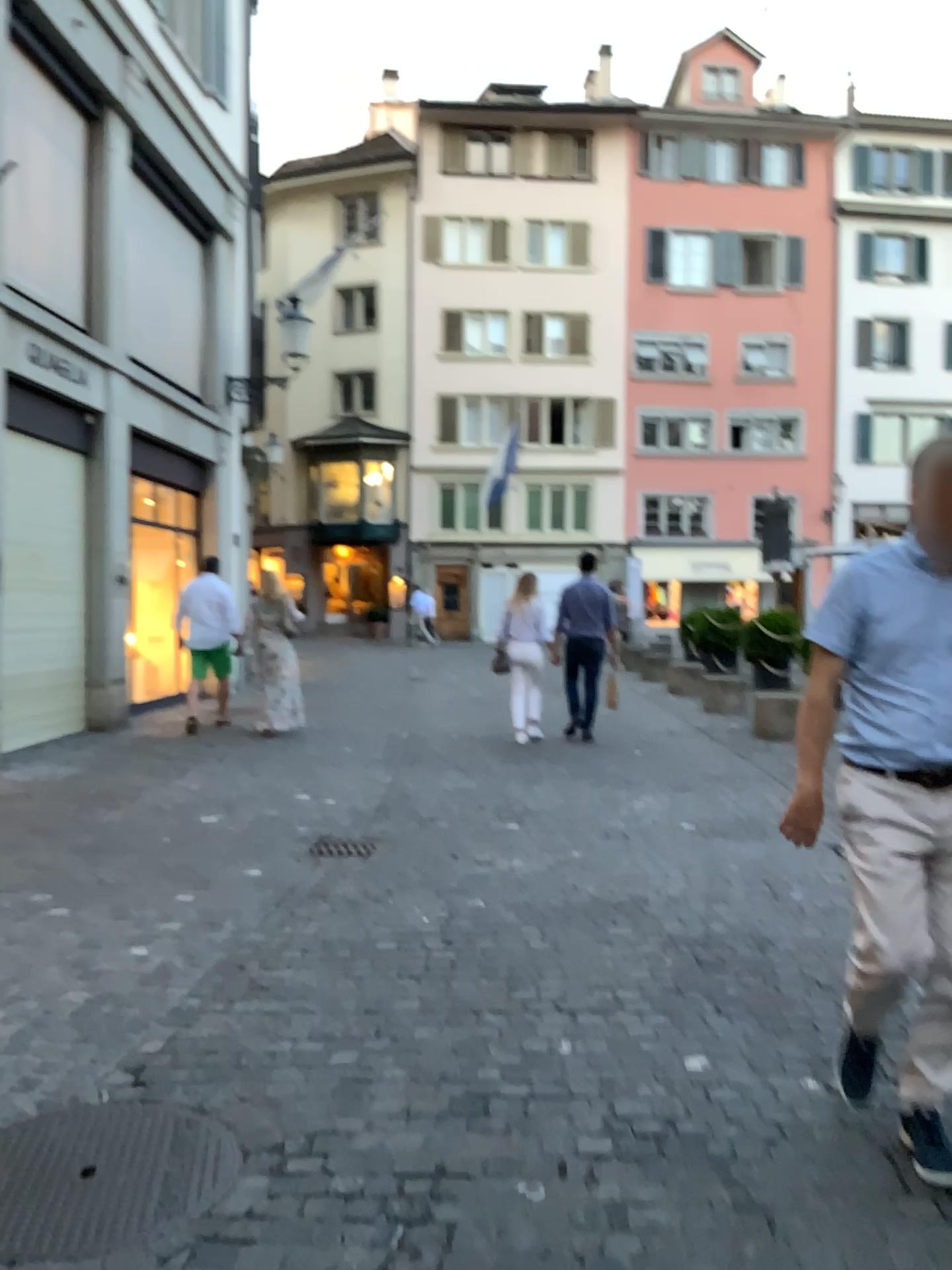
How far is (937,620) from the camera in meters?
2.4

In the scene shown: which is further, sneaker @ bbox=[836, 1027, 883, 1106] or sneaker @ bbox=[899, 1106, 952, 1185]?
sneaker @ bbox=[836, 1027, 883, 1106]

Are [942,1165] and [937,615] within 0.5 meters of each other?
no

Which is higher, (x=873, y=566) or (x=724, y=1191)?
(x=873, y=566)

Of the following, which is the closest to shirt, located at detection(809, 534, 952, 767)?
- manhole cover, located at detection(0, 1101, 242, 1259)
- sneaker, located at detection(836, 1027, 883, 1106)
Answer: sneaker, located at detection(836, 1027, 883, 1106)

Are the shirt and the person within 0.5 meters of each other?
yes

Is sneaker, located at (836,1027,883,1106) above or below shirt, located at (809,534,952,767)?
below

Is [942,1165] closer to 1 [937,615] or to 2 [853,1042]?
2 [853,1042]

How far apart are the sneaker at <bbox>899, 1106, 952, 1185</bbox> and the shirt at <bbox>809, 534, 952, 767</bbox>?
0.8m

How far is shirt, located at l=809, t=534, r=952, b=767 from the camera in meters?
2.4
